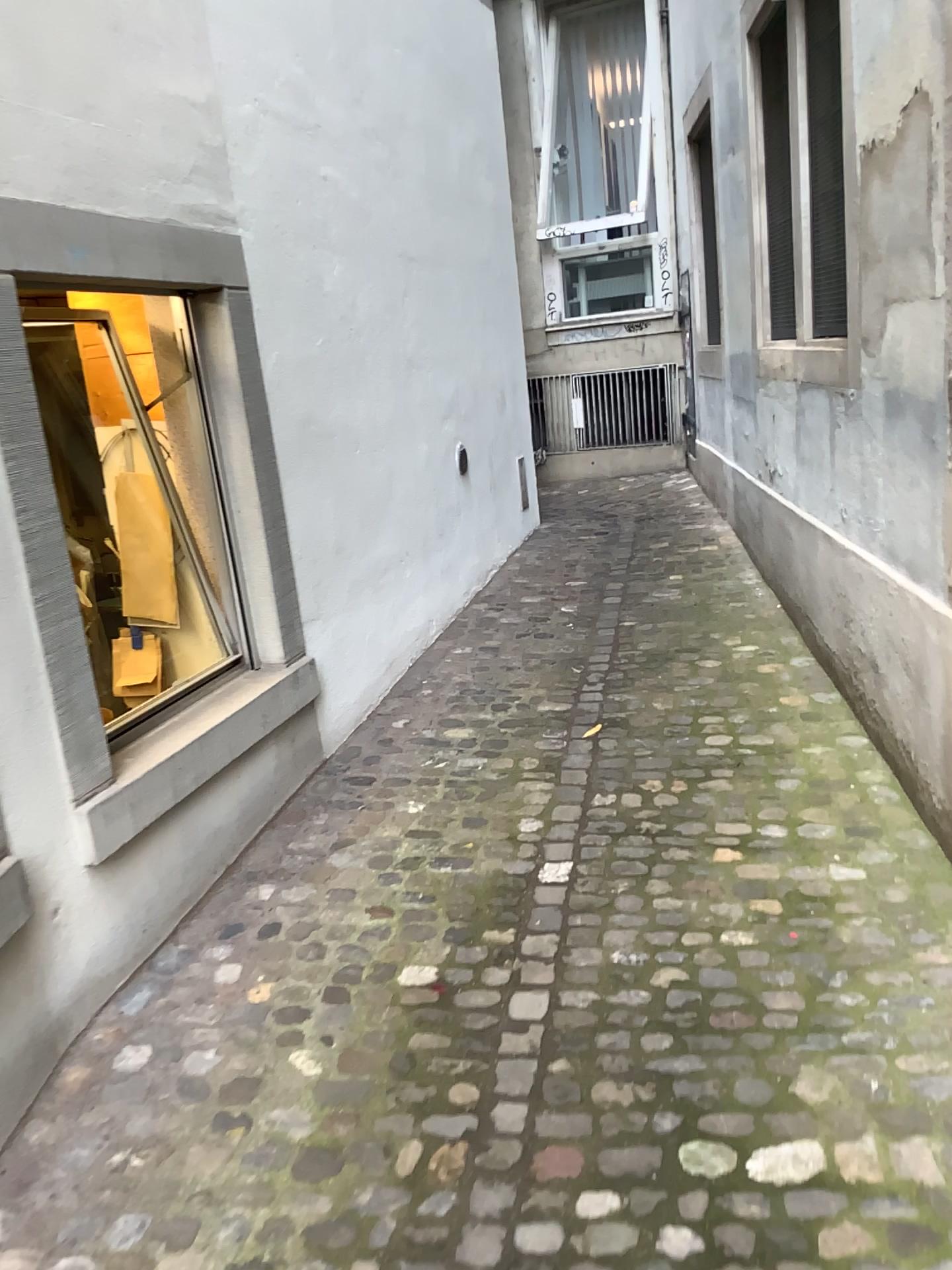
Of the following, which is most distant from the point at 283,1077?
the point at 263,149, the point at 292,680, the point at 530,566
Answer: the point at 530,566

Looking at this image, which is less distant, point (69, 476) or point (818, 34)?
point (69, 476)

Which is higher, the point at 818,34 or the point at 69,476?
the point at 818,34

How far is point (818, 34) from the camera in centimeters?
338cm

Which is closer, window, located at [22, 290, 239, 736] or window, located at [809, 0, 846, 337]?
window, located at [22, 290, 239, 736]

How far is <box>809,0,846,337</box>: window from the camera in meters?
3.4 m
